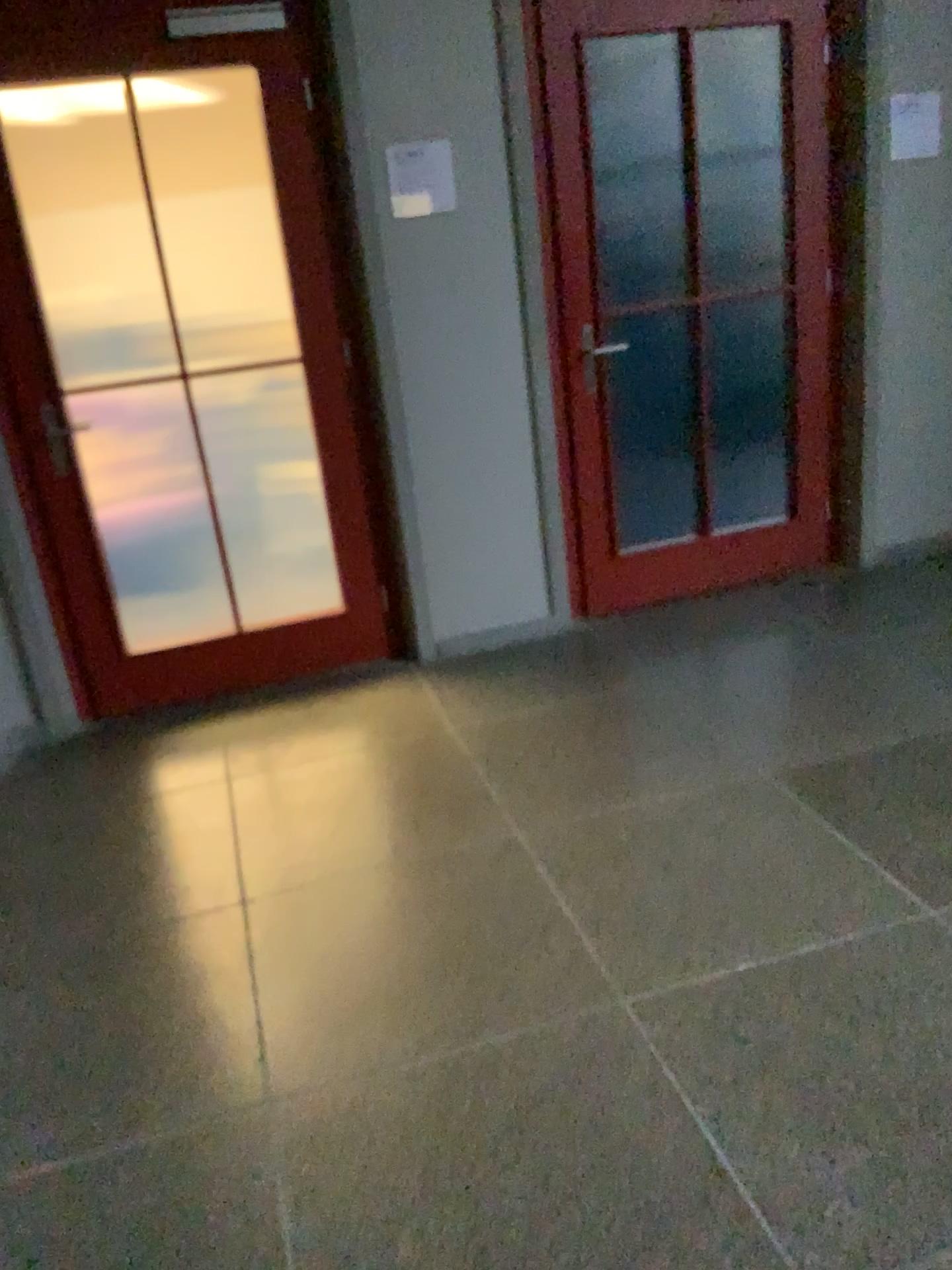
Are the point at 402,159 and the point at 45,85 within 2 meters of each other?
yes

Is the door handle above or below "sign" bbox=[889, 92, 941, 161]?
below

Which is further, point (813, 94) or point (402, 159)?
point (813, 94)

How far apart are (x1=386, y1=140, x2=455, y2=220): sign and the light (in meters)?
0.59

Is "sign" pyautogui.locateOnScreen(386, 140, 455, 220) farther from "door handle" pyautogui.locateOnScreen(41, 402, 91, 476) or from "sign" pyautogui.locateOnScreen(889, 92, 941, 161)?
"sign" pyautogui.locateOnScreen(889, 92, 941, 161)

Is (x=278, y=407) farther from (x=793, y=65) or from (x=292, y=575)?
(x=793, y=65)

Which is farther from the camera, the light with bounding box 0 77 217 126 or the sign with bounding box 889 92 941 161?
the sign with bounding box 889 92 941 161

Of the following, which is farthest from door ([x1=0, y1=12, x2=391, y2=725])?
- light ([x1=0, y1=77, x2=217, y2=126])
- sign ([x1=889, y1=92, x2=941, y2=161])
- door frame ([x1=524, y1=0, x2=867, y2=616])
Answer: sign ([x1=889, y1=92, x2=941, y2=161])

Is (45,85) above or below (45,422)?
above

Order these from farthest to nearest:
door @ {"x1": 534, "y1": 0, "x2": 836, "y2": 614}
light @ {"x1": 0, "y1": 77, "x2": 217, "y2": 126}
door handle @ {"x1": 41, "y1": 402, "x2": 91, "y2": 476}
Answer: door @ {"x1": 534, "y1": 0, "x2": 836, "y2": 614} → door handle @ {"x1": 41, "y1": 402, "x2": 91, "y2": 476} → light @ {"x1": 0, "y1": 77, "x2": 217, "y2": 126}
